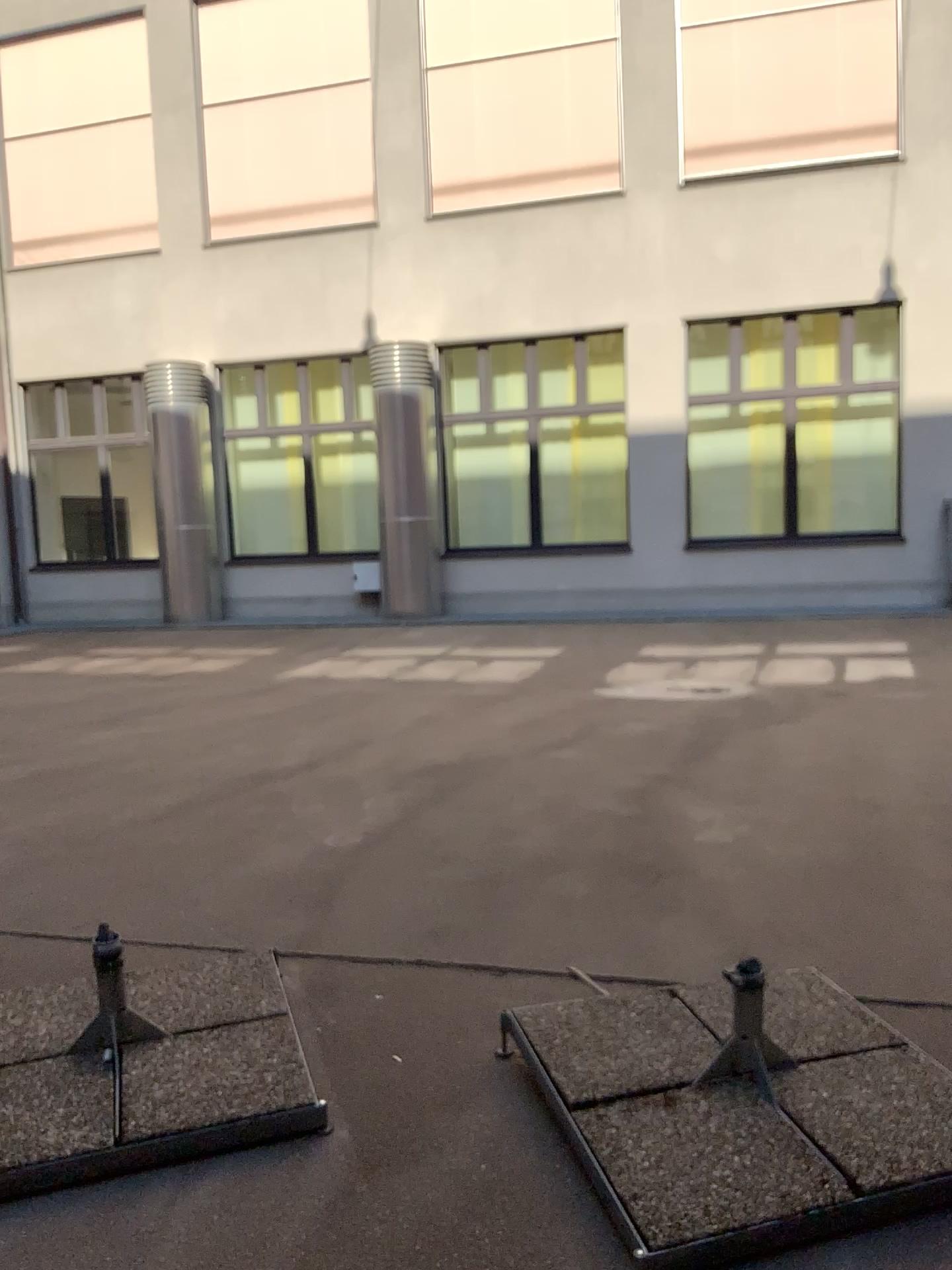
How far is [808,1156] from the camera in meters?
2.0

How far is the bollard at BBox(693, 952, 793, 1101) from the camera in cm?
229

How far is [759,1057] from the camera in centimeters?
229cm
